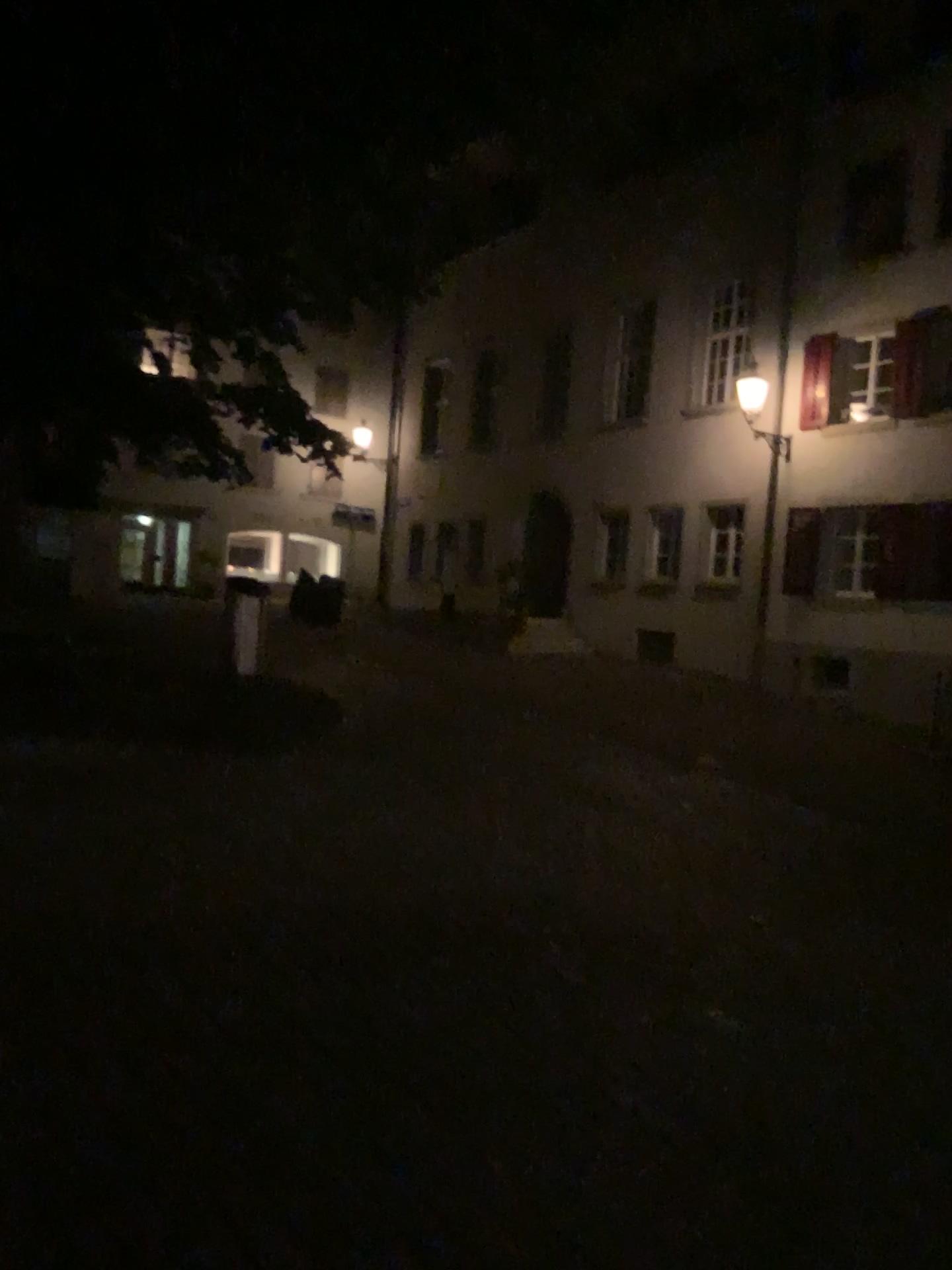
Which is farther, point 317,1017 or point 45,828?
point 45,828
